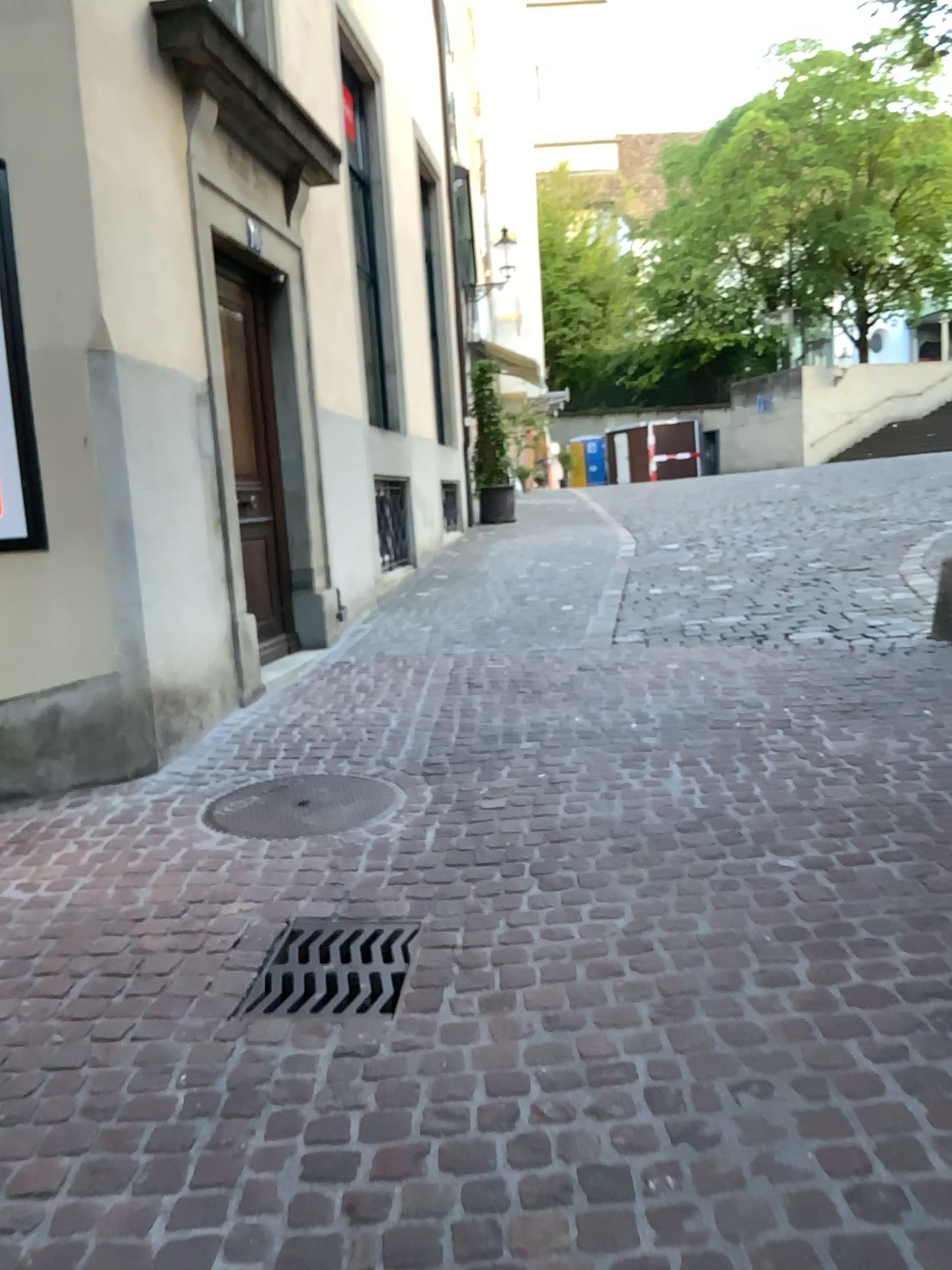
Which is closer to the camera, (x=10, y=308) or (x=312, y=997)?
(x=312, y=997)

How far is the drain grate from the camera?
2.5 meters

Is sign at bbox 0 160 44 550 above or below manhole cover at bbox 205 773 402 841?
above

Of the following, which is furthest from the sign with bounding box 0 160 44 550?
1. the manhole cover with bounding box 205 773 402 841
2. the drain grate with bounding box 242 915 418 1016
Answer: the drain grate with bounding box 242 915 418 1016

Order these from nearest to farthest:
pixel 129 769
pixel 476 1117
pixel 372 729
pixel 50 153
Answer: pixel 476 1117 → pixel 50 153 → pixel 129 769 → pixel 372 729

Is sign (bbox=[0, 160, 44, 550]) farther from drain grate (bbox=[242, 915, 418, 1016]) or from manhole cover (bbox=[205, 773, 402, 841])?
drain grate (bbox=[242, 915, 418, 1016])

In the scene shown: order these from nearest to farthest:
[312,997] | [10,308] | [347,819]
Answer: [312,997] < [347,819] < [10,308]

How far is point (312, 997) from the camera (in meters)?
2.53

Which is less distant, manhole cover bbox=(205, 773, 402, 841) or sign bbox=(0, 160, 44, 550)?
manhole cover bbox=(205, 773, 402, 841)

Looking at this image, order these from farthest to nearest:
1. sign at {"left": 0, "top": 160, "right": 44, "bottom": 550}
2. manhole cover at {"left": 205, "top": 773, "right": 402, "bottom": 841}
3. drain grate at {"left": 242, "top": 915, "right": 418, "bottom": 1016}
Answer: sign at {"left": 0, "top": 160, "right": 44, "bottom": 550}
manhole cover at {"left": 205, "top": 773, "right": 402, "bottom": 841}
drain grate at {"left": 242, "top": 915, "right": 418, "bottom": 1016}
